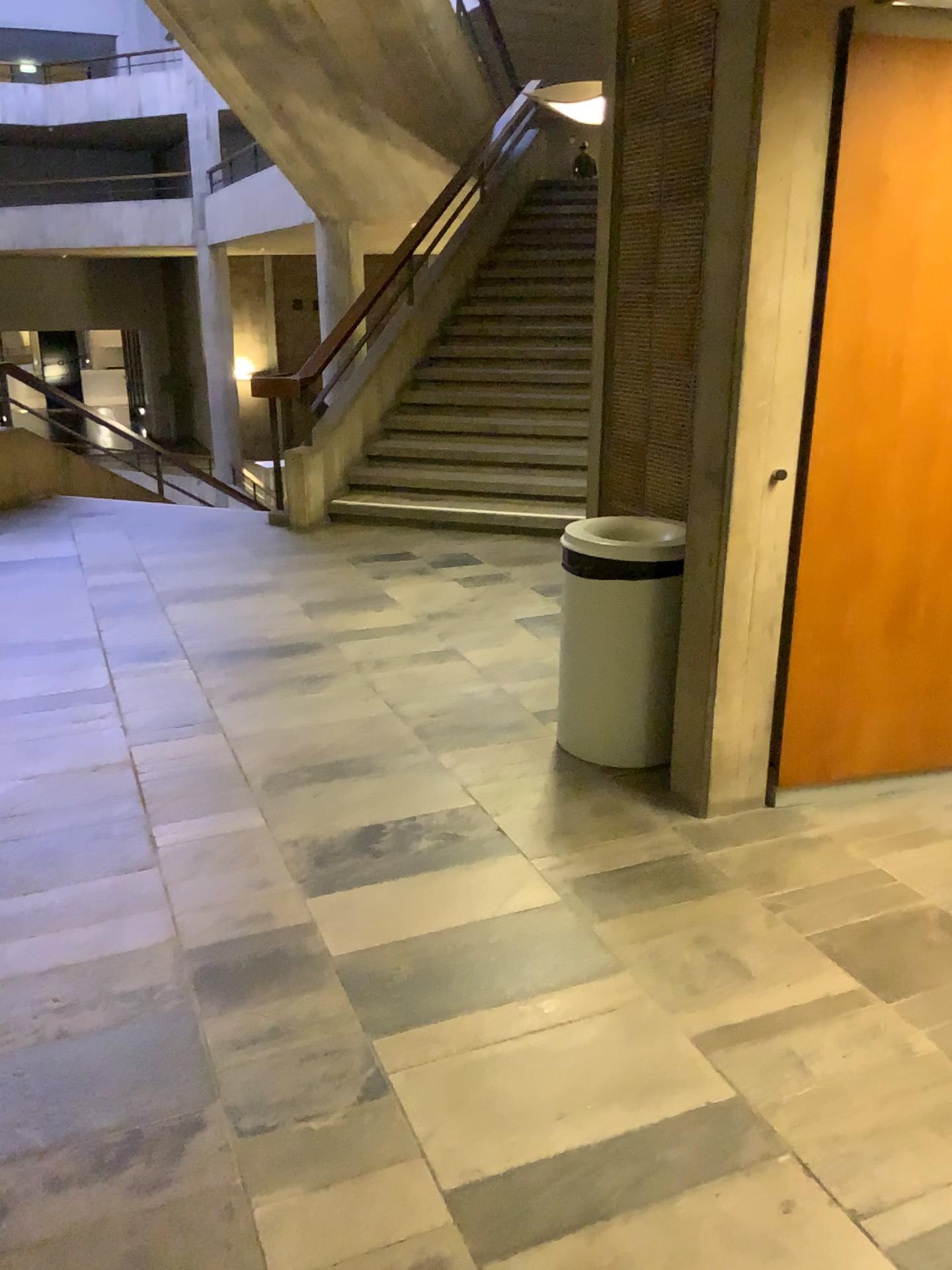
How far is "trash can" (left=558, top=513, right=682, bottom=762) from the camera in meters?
3.2 m

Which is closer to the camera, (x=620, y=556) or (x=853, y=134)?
(x=853, y=134)

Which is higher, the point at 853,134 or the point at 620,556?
the point at 853,134

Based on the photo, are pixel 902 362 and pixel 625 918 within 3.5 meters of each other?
yes

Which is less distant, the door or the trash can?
the door

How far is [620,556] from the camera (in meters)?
3.16
